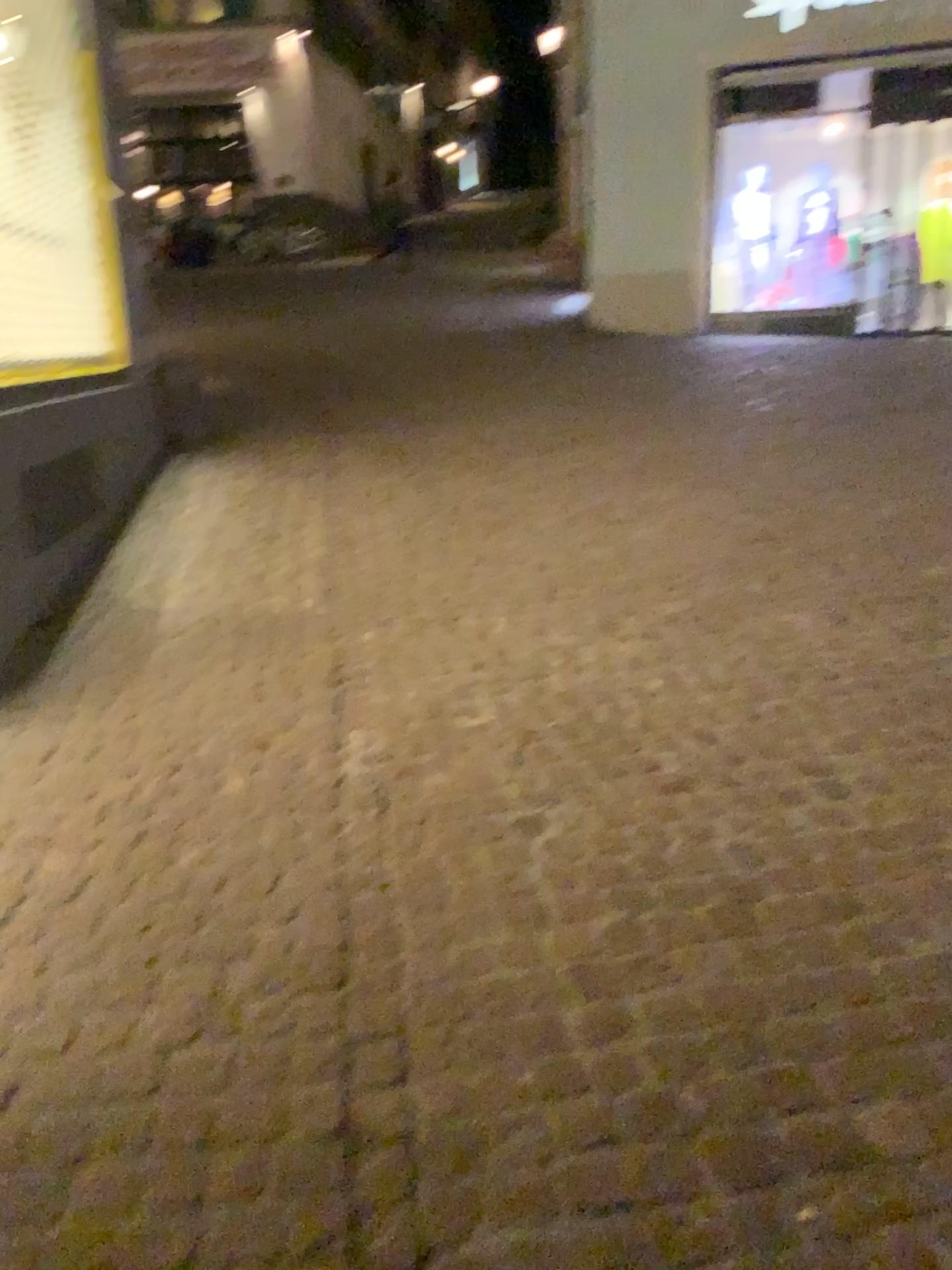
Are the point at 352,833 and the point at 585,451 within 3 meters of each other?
no
